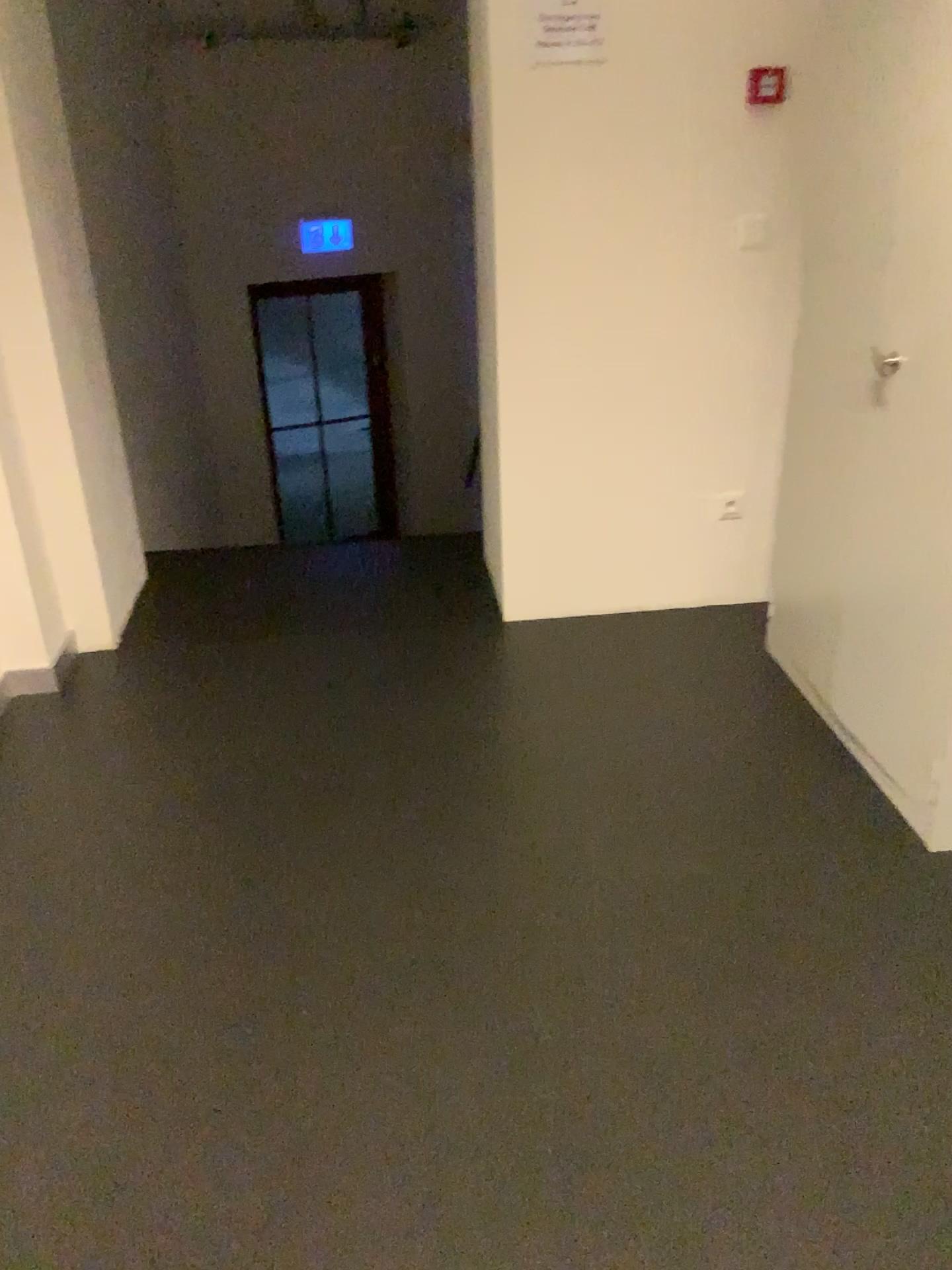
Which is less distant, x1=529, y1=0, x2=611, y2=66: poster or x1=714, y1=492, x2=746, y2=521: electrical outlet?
x1=529, y1=0, x2=611, y2=66: poster

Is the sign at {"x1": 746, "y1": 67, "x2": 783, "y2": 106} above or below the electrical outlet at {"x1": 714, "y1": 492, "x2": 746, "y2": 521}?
above

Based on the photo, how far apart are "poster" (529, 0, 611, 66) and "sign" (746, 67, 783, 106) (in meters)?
0.42

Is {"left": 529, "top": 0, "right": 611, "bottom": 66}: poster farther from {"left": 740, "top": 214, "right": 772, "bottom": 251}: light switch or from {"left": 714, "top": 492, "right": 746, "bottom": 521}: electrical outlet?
{"left": 714, "top": 492, "right": 746, "bottom": 521}: electrical outlet

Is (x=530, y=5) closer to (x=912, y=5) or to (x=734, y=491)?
(x=912, y=5)

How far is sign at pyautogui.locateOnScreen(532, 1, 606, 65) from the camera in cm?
268

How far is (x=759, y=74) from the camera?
2.8 meters

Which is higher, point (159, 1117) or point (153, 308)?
point (153, 308)

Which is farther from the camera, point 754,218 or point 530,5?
point 754,218

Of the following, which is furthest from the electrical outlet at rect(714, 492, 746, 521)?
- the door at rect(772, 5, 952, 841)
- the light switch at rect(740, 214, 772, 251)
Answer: the light switch at rect(740, 214, 772, 251)
